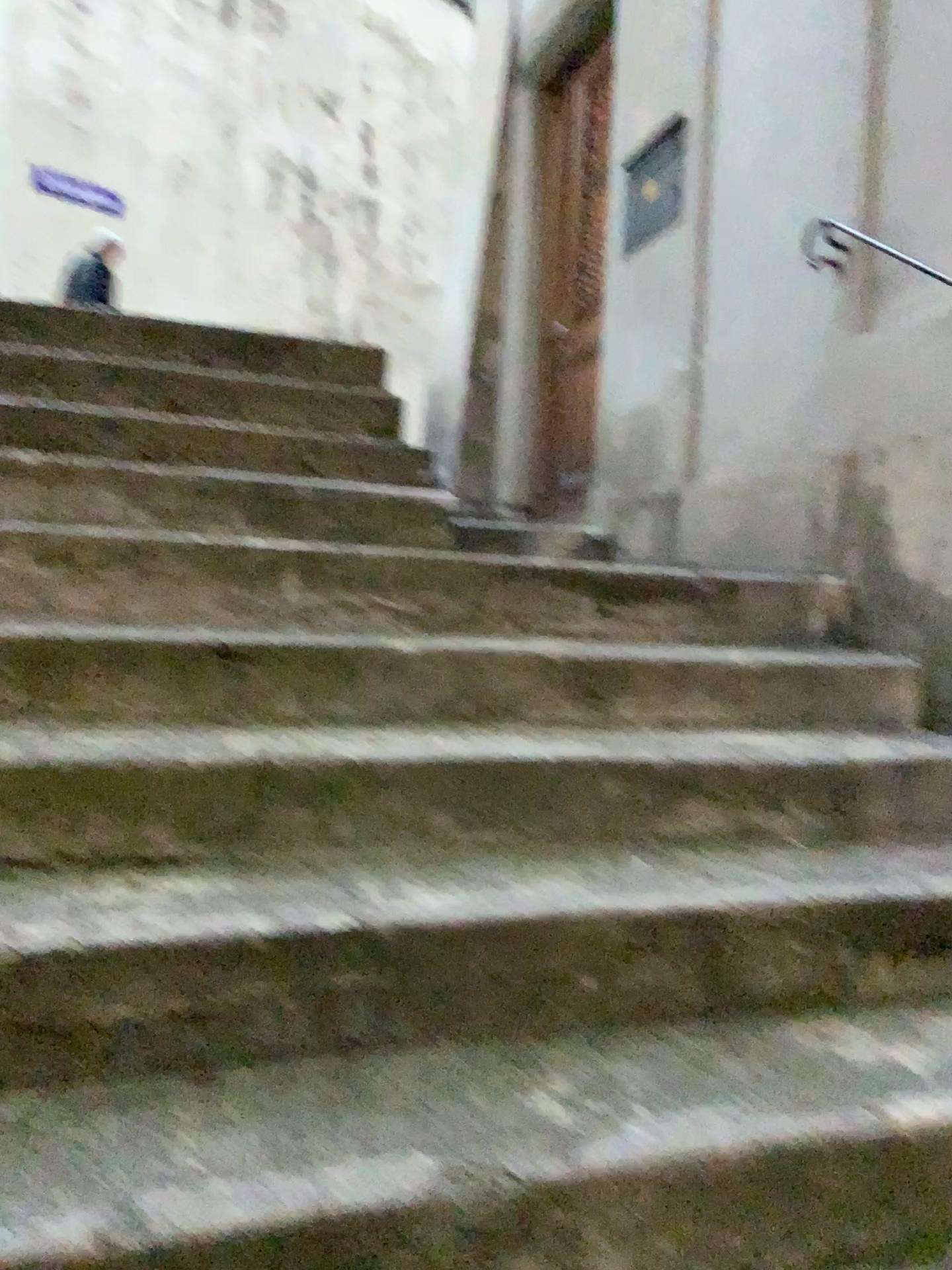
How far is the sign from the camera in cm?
348

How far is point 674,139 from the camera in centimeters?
348cm

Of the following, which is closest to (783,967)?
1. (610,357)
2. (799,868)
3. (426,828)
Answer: (799,868)

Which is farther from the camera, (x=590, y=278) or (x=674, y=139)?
(x=590, y=278)

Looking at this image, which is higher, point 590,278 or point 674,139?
point 674,139

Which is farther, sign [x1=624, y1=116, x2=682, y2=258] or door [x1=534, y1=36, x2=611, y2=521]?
door [x1=534, y1=36, x2=611, y2=521]
